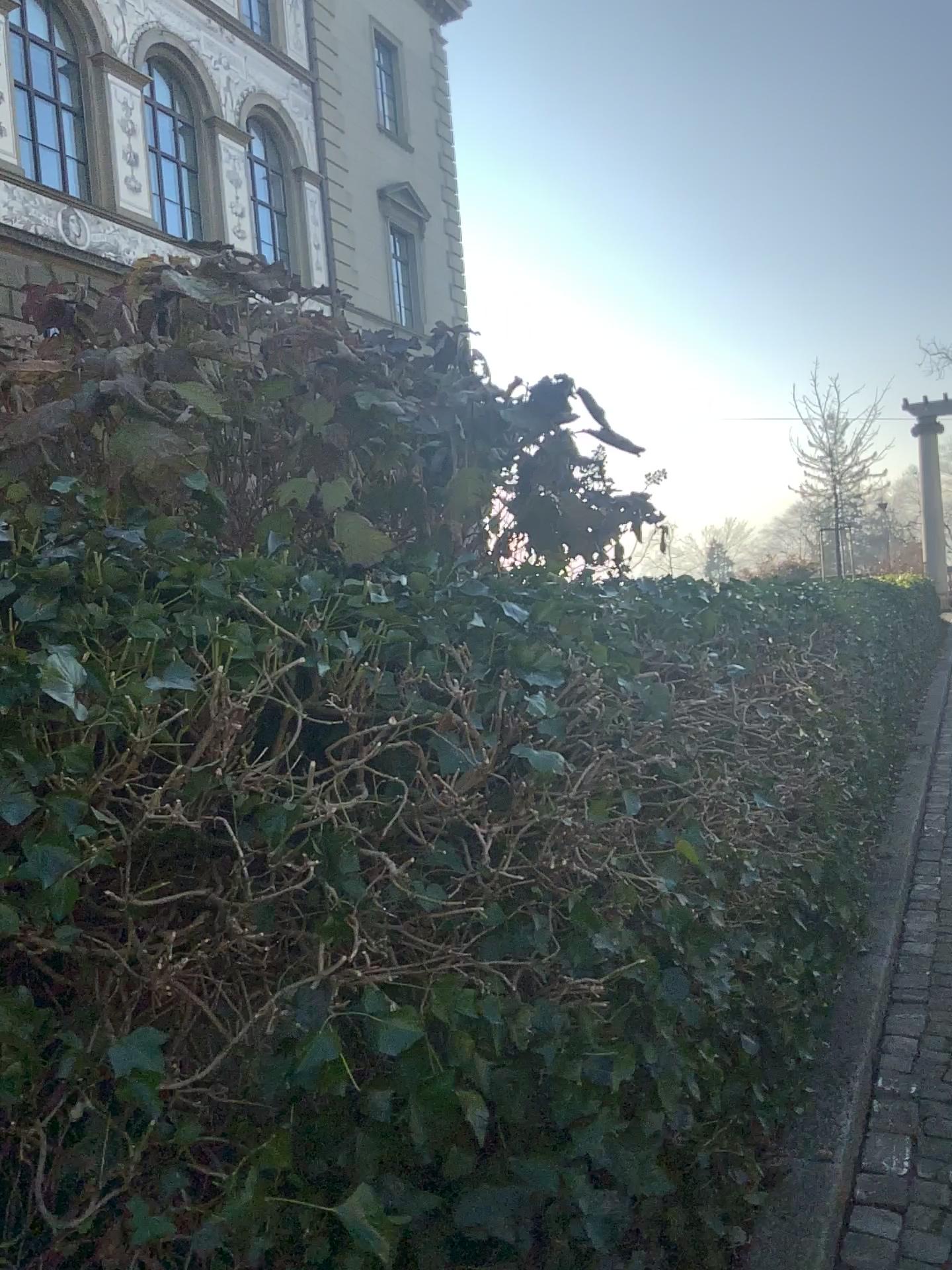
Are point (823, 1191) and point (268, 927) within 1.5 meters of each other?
no
